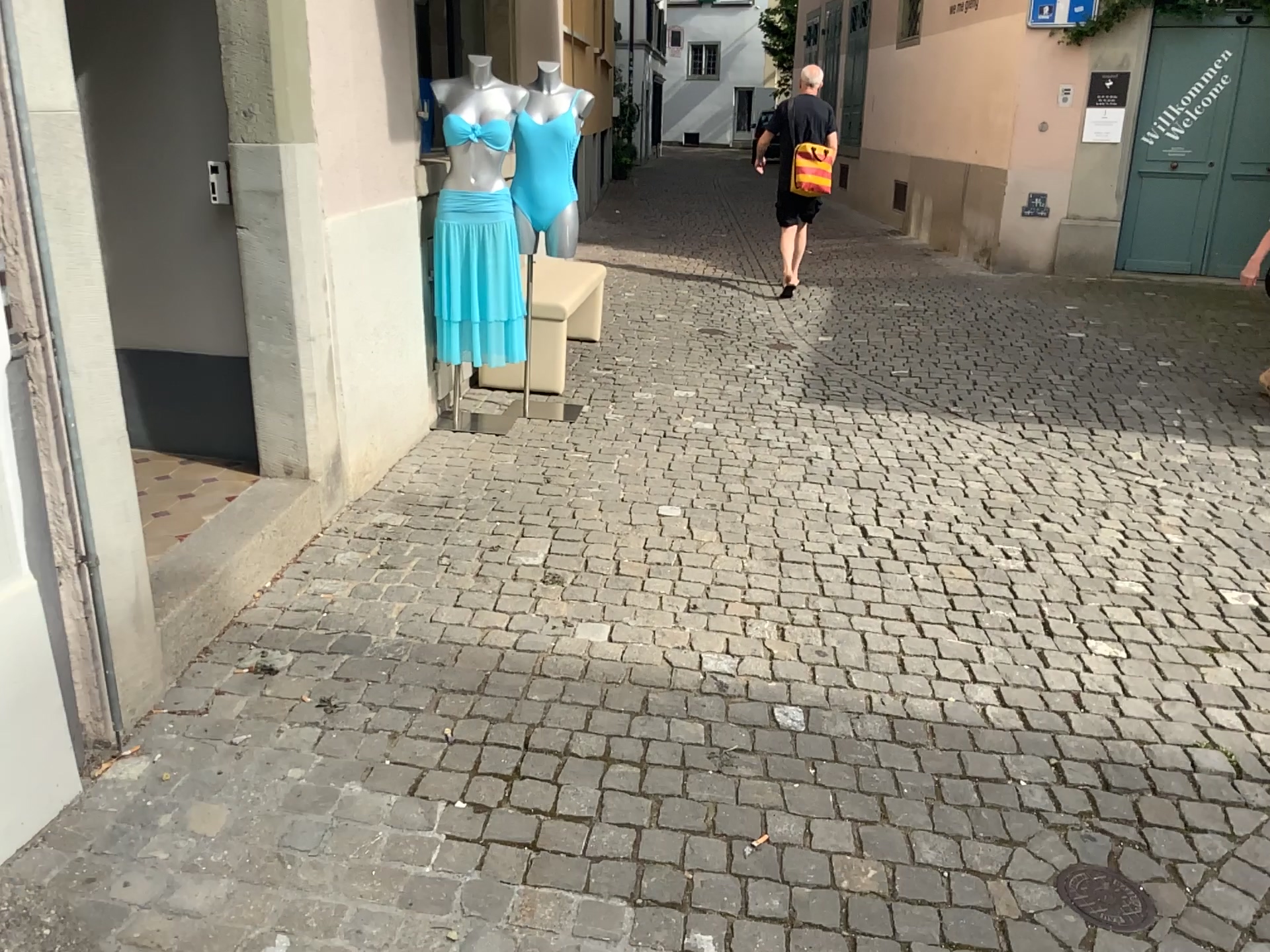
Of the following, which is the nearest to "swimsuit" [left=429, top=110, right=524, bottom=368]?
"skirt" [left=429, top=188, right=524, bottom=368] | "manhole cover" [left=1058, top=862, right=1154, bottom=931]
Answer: "skirt" [left=429, top=188, right=524, bottom=368]

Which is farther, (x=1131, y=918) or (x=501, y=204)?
(x=501, y=204)

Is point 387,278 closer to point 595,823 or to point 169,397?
point 169,397

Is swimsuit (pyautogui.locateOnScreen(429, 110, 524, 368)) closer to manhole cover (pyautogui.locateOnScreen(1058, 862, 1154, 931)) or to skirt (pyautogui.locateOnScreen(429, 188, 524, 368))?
skirt (pyautogui.locateOnScreen(429, 188, 524, 368))

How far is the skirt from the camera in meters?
4.5 m

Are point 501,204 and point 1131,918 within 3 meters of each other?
no

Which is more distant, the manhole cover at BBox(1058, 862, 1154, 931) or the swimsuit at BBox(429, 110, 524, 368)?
the swimsuit at BBox(429, 110, 524, 368)

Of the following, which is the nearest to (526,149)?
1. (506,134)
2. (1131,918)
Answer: (506,134)

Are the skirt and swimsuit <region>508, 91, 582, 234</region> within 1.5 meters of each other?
yes

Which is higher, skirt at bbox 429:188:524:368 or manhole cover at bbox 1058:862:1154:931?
skirt at bbox 429:188:524:368
